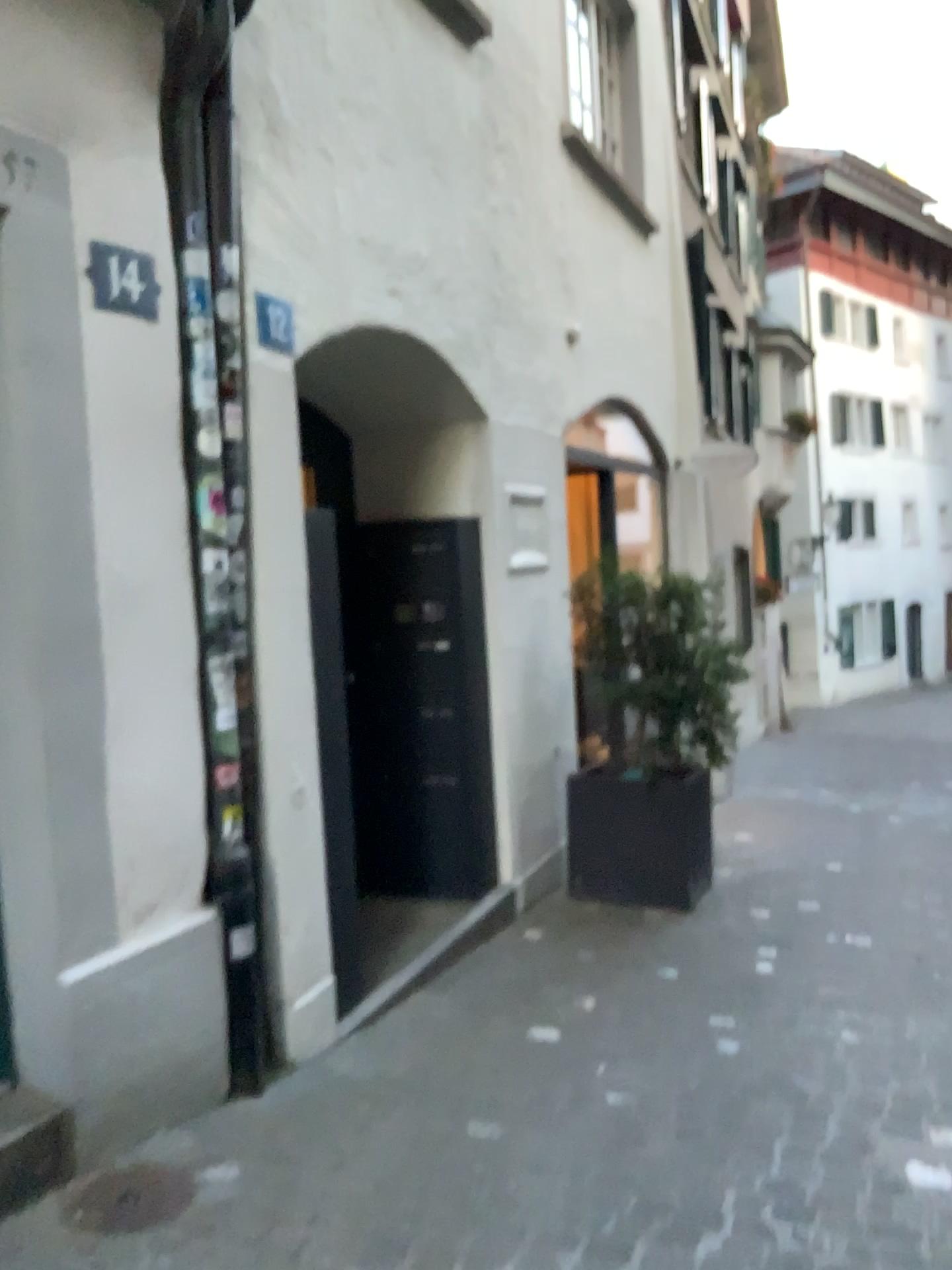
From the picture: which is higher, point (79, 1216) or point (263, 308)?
point (263, 308)

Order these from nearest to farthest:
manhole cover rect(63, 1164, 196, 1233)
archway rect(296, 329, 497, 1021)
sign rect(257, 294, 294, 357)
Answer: A: manhole cover rect(63, 1164, 196, 1233)
sign rect(257, 294, 294, 357)
archway rect(296, 329, 497, 1021)

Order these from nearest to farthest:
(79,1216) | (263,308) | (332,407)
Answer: (79,1216) → (263,308) → (332,407)

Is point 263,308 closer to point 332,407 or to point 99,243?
point 99,243

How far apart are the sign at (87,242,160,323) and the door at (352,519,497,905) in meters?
2.1

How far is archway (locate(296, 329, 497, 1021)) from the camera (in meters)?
4.68

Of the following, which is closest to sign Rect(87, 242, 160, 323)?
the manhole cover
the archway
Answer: the archway

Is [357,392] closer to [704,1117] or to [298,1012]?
[298,1012]

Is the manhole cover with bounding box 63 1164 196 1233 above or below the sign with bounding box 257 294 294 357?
below

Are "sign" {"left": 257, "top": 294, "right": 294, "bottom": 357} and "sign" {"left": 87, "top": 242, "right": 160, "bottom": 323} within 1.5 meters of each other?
yes
